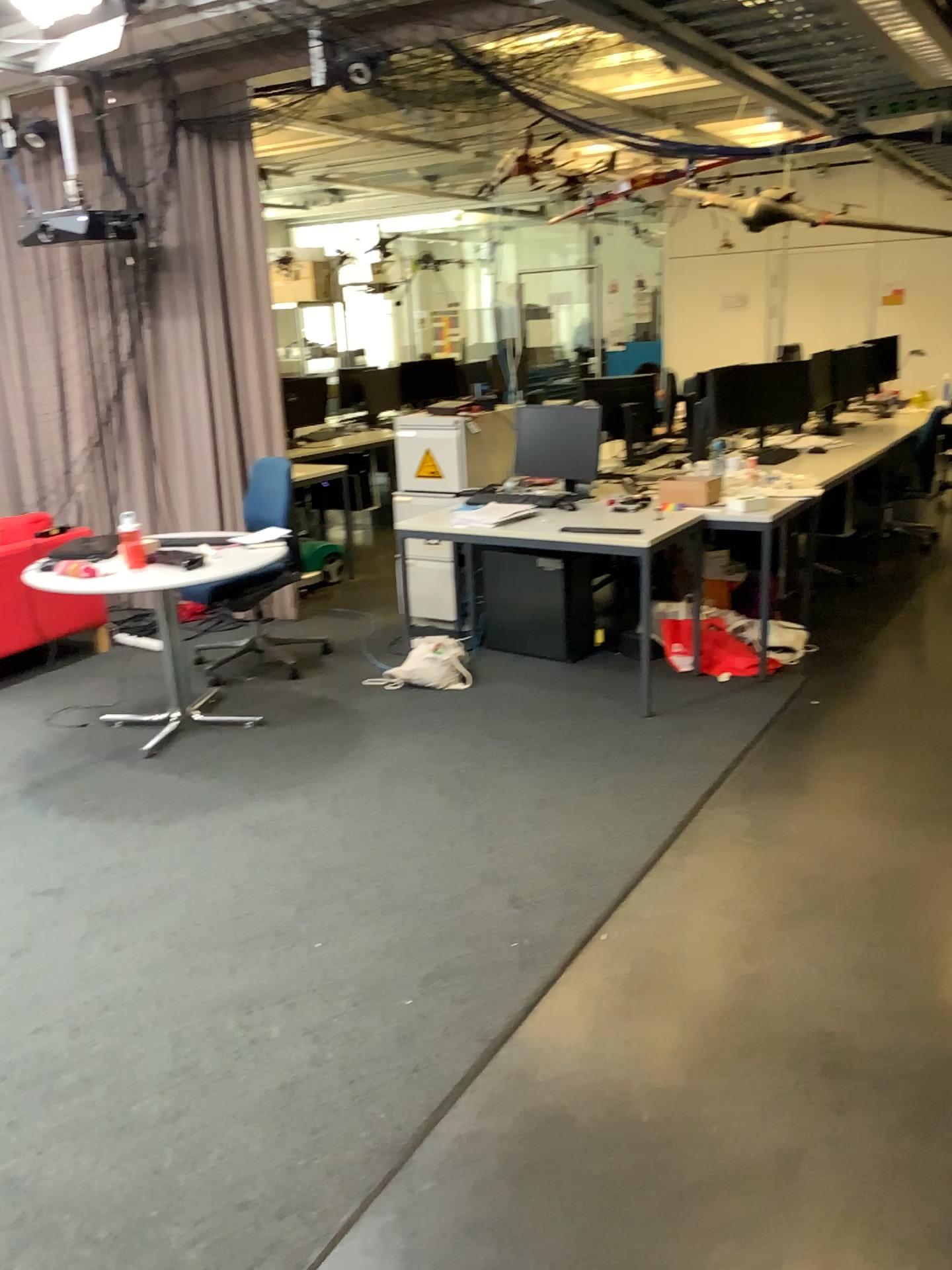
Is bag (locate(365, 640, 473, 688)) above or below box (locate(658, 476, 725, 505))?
A: below

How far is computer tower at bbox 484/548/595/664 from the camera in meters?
4.9 m

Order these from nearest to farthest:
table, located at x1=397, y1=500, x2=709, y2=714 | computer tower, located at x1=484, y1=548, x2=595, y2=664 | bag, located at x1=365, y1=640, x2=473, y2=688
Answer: table, located at x1=397, y1=500, x2=709, y2=714 → bag, located at x1=365, y1=640, x2=473, y2=688 → computer tower, located at x1=484, y1=548, x2=595, y2=664

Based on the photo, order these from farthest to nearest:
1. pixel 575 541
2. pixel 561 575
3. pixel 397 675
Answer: pixel 561 575, pixel 397 675, pixel 575 541

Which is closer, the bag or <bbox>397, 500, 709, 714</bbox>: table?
<bbox>397, 500, 709, 714</bbox>: table

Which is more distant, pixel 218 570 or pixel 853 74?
pixel 218 570

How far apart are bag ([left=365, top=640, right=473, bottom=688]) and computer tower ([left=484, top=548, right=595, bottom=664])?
0.3 meters

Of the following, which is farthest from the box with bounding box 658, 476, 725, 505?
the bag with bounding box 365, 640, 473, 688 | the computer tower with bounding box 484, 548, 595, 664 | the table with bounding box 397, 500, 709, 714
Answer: the bag with bounding box 365, 640, 473, 688

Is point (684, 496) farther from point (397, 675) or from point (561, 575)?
point (397, 675)

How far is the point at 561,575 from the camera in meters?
4.9 m
